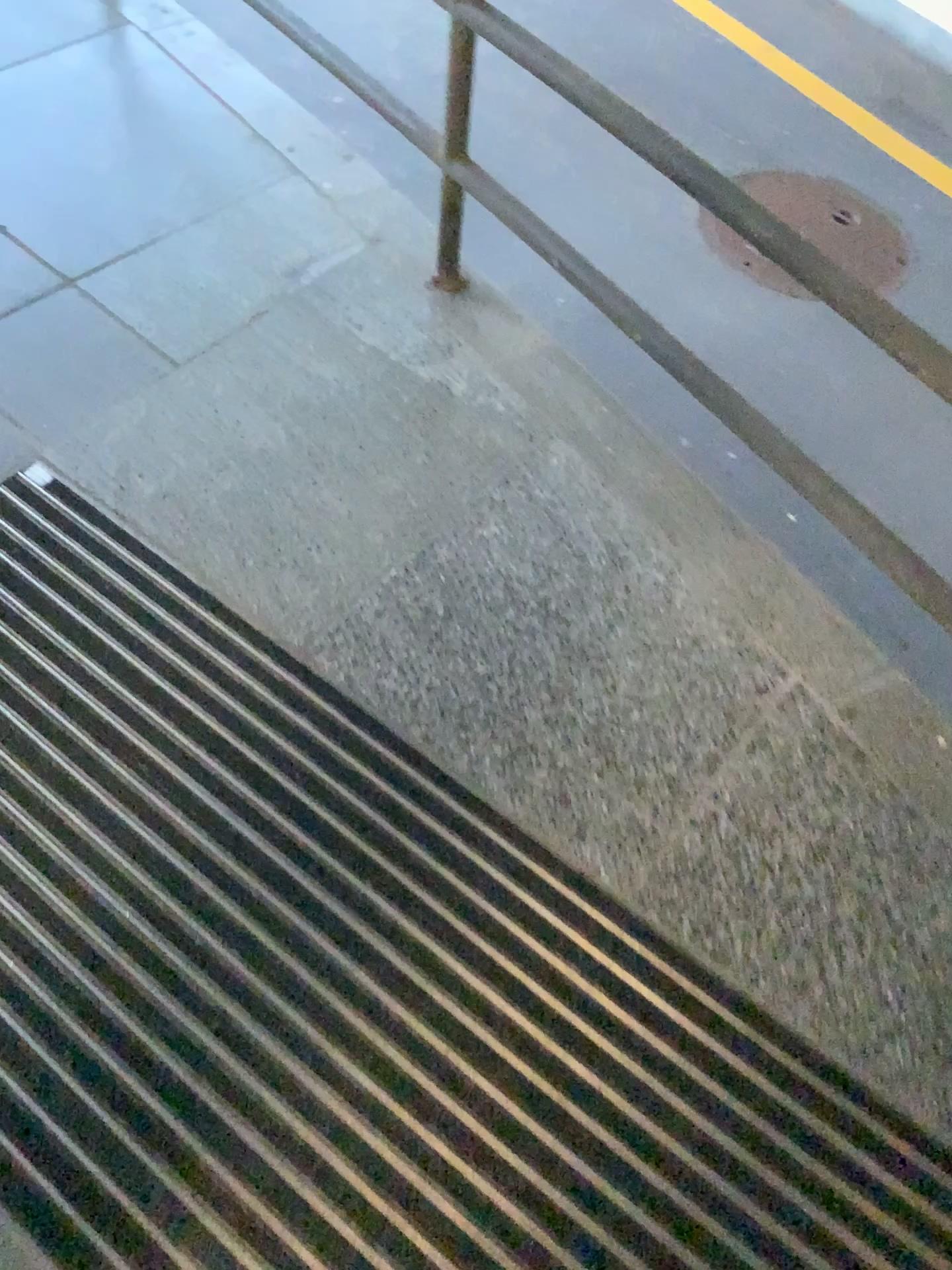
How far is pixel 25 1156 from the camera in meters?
1.0

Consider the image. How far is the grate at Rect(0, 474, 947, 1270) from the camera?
1.0m

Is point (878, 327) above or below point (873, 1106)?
above
